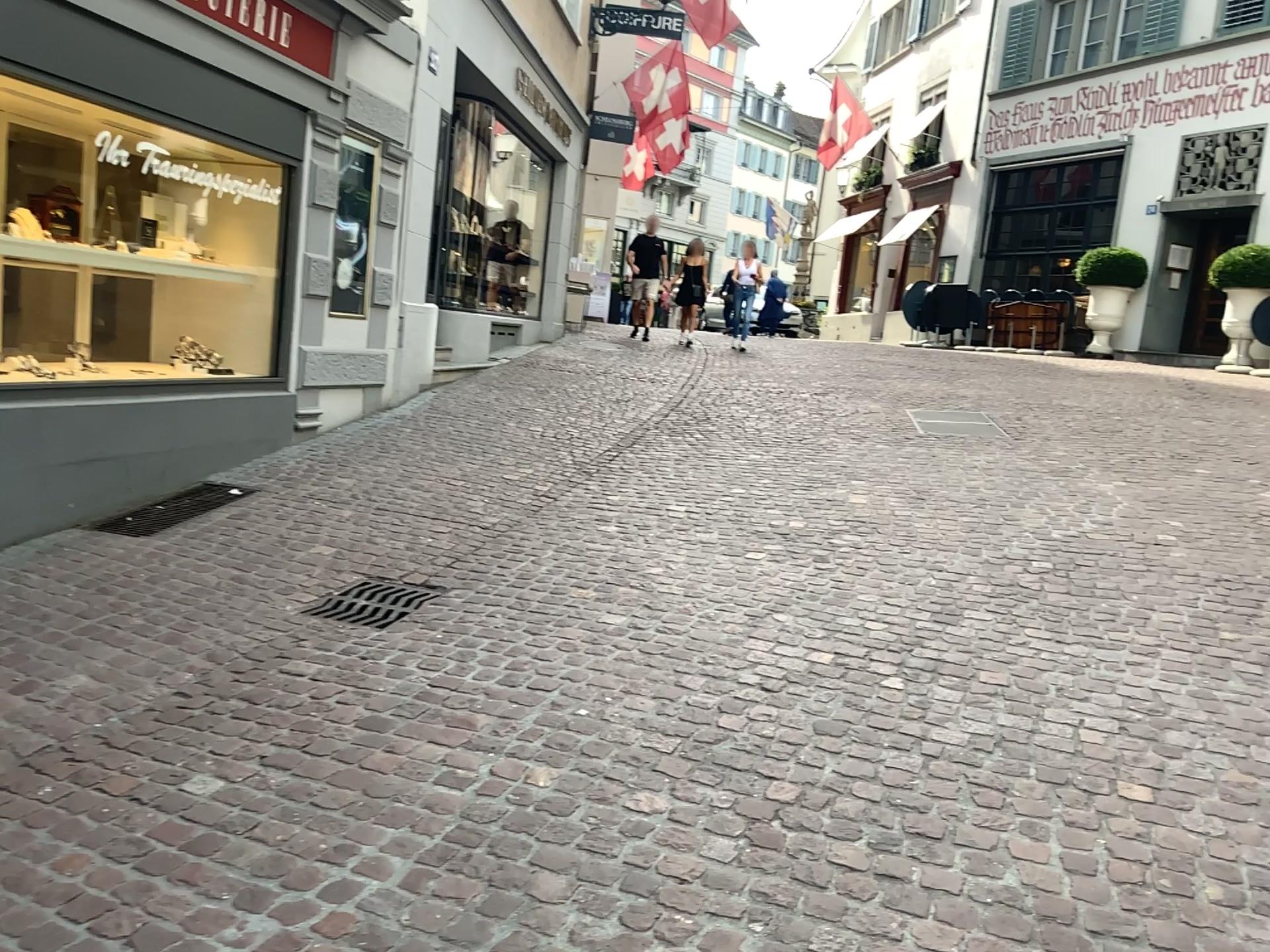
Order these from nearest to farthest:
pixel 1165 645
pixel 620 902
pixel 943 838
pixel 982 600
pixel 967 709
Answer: pixel 620 902
pixel 943 838
pixel 967 709
pixel 1165 645
pixel 982 600

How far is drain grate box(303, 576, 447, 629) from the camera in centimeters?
403cm

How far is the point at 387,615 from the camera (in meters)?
4.03
